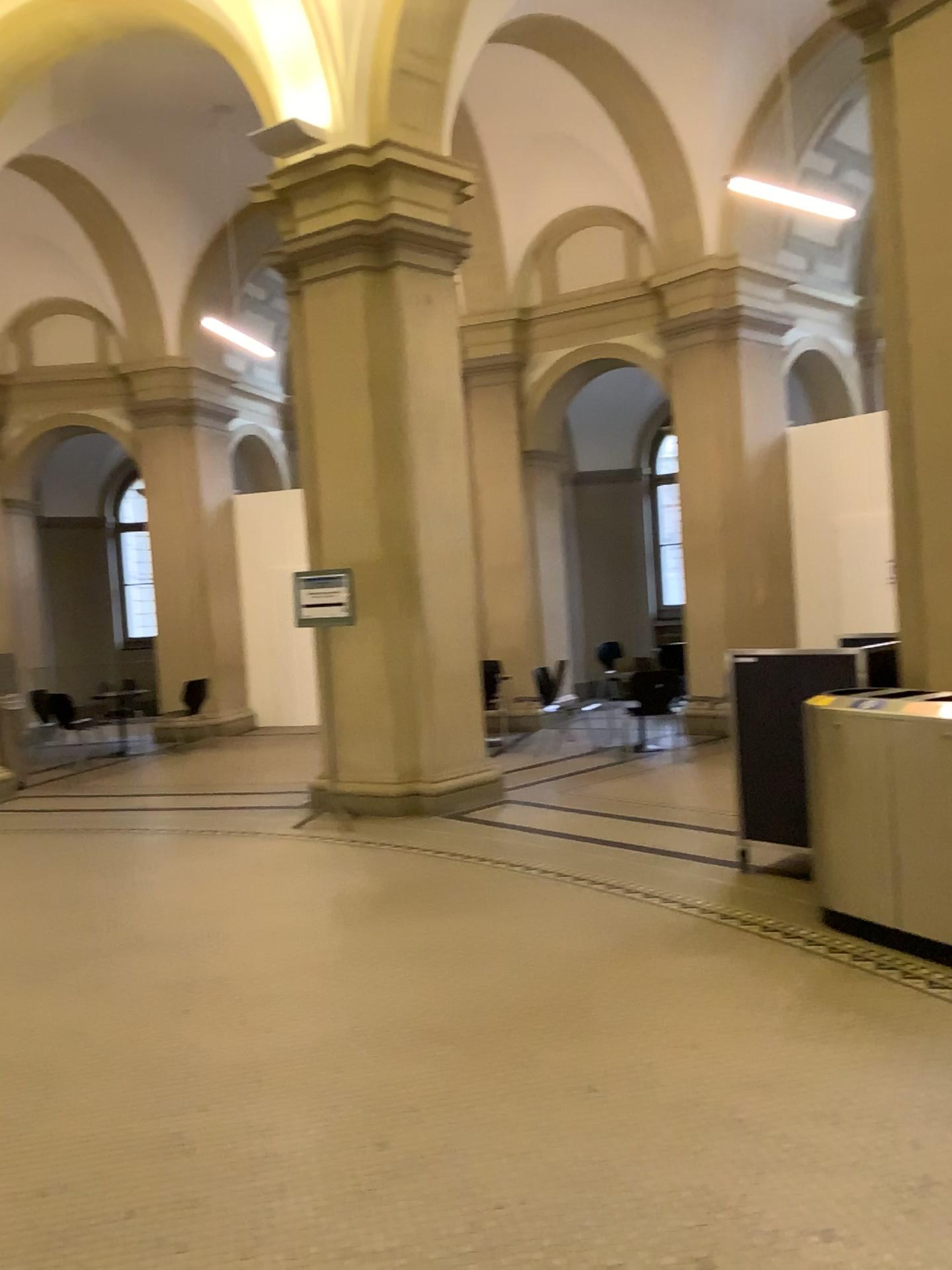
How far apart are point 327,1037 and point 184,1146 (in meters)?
0.76
